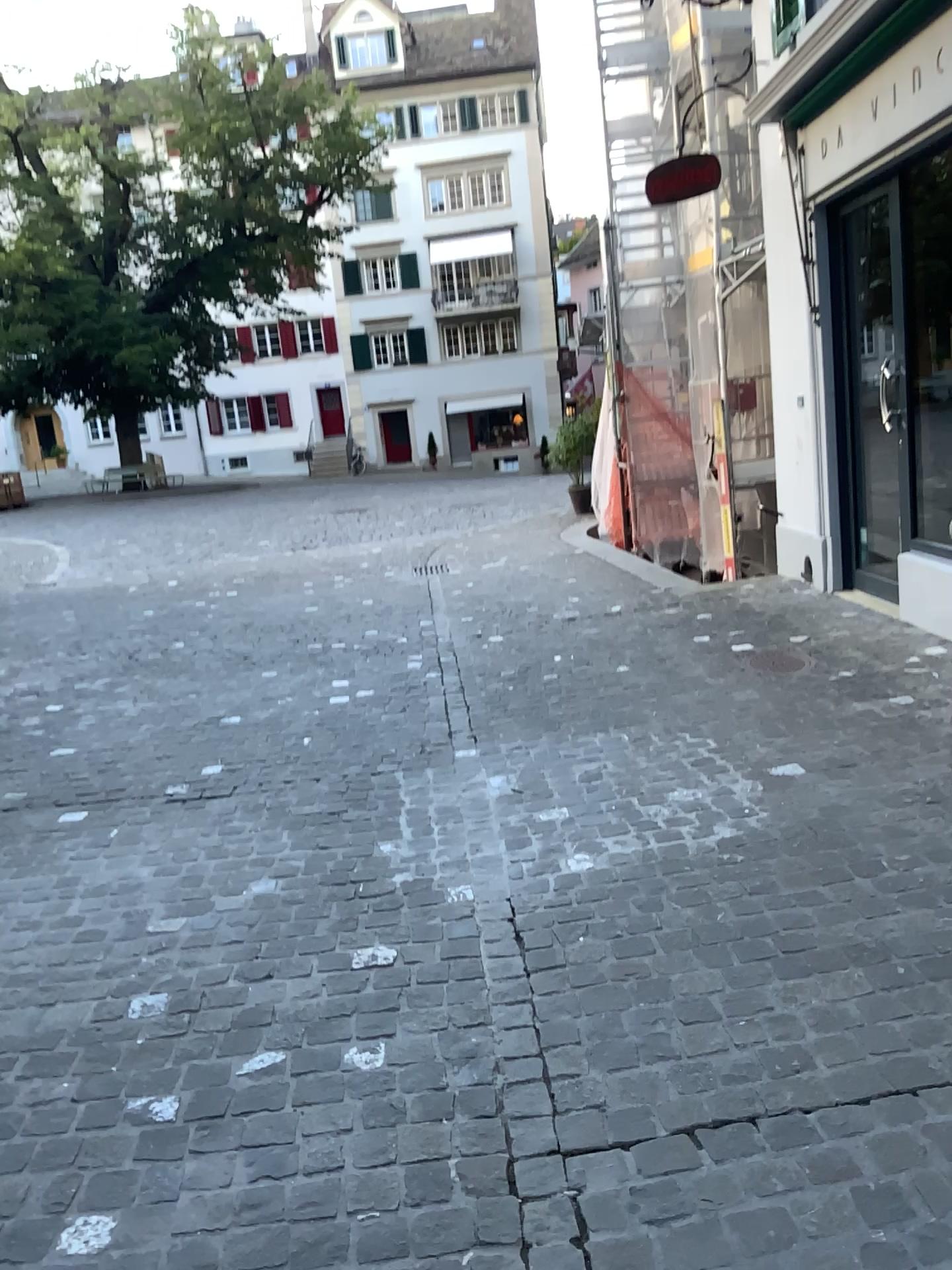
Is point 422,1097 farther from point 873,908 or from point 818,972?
point 873,908
